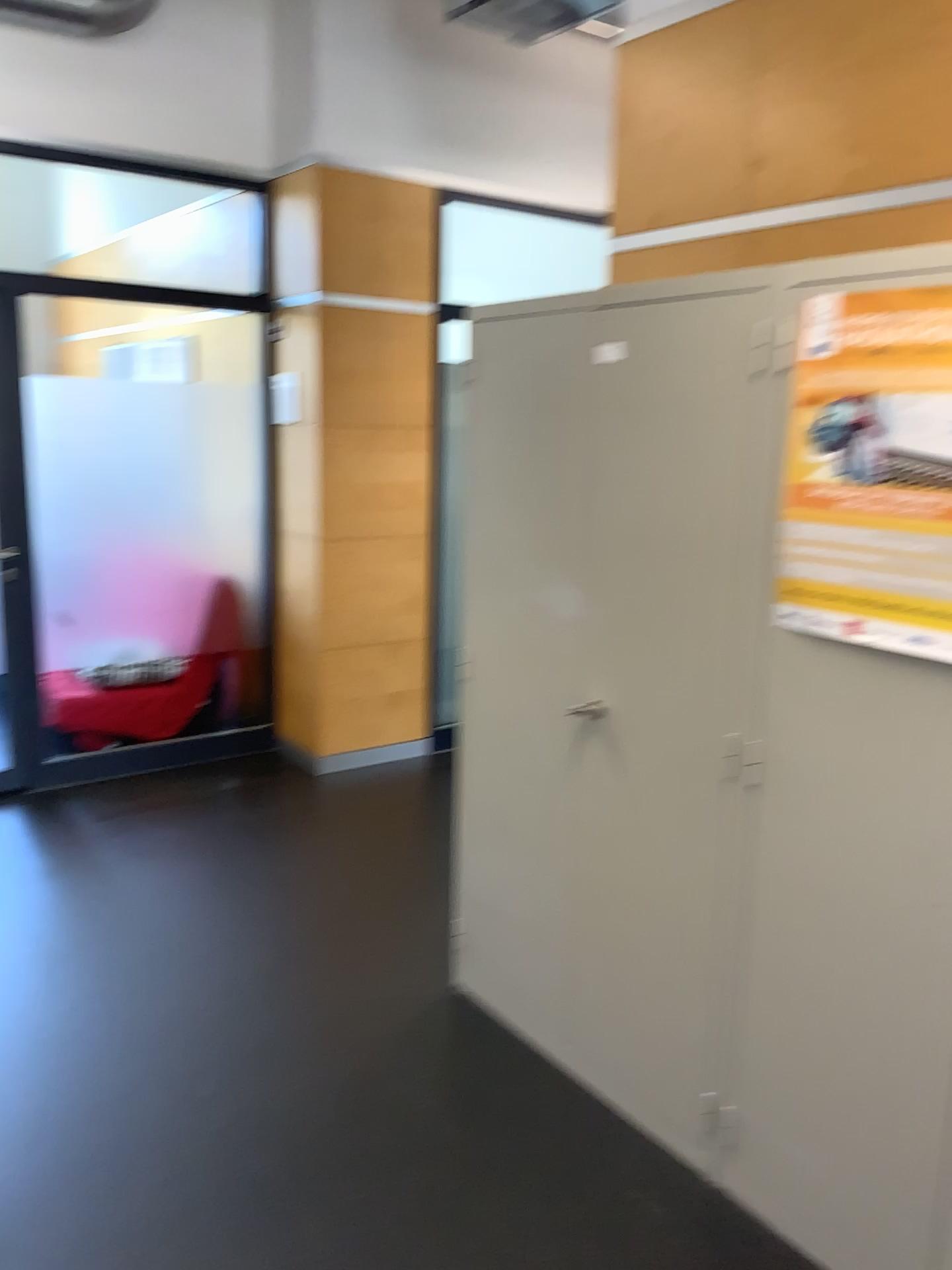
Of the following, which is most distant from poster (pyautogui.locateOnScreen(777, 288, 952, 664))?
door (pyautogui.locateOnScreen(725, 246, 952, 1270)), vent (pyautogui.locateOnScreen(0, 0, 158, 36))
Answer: vent (pyautogui.locateOnScreen(0, 0, 158, 36))

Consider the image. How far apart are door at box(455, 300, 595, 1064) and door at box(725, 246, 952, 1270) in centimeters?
46cm

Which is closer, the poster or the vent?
the poster

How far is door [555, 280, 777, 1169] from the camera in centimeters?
208cm

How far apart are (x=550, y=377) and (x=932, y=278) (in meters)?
0.88

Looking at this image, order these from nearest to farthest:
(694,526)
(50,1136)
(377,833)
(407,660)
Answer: (694,526)
(50,1136)
(377,833)
(407,660)

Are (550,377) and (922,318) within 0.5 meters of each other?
no

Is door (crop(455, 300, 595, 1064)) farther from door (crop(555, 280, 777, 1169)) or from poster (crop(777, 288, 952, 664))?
poster (crop(777, 288, 952, 664))

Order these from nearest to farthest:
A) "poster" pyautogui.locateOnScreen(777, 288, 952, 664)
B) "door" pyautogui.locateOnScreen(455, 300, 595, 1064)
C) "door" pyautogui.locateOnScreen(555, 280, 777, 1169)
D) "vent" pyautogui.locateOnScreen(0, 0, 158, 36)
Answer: "poster" pyautogui.locateOnScreen(777, 288, 952, 664)
"door" pyautogui.locateOnScreen(555, 280, 777, 1169)
"door" pyautogui.locateOnScreen(455, 300, 595, 1064)
"vent" pyautogui.locateOnScreen(0, 0, 158, 36)

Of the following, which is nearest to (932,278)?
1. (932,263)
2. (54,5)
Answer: (932,263)
